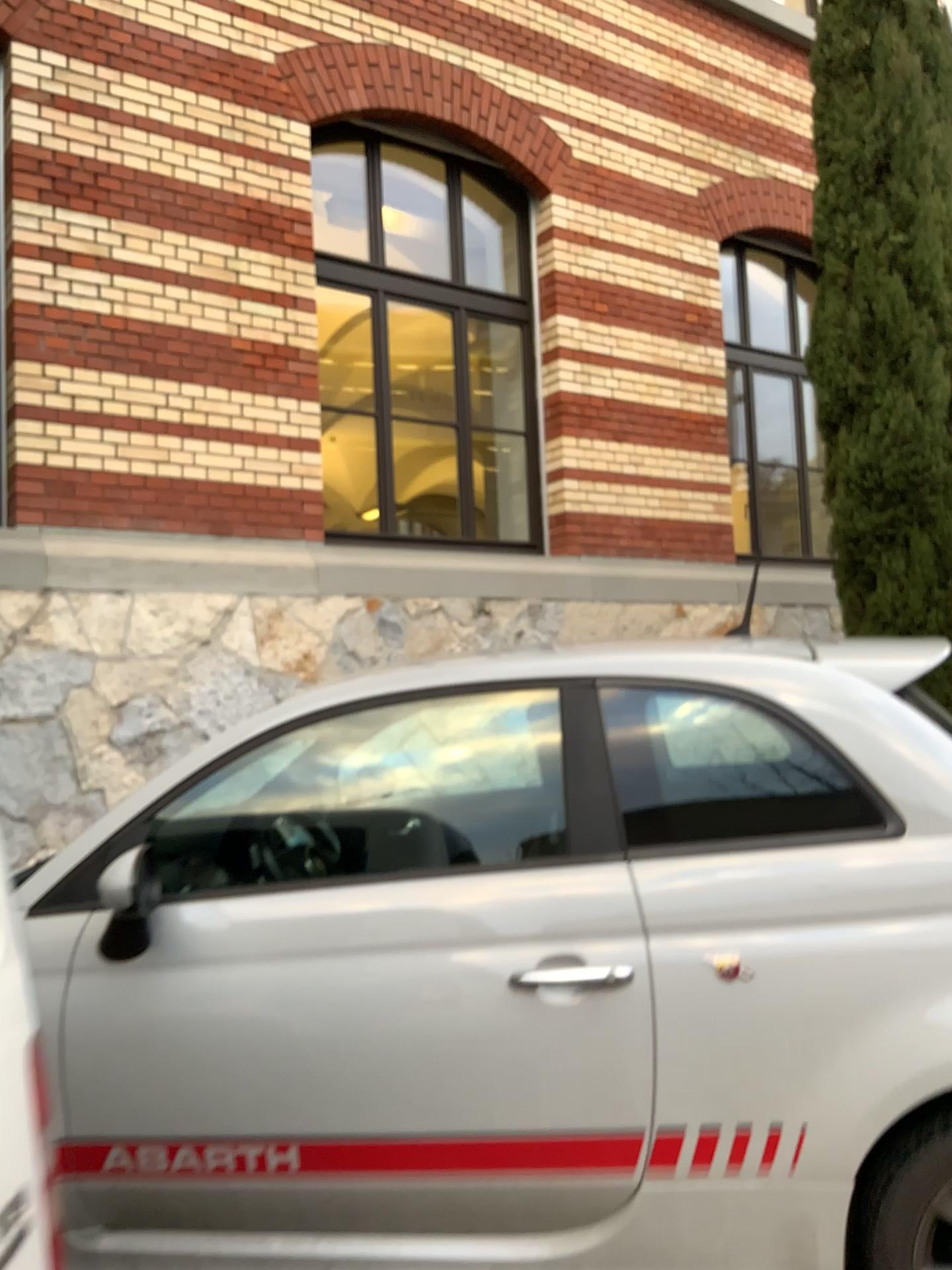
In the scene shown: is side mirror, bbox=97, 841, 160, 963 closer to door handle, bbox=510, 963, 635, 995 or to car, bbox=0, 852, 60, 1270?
door handle, bbox=510, 963, 635, 995

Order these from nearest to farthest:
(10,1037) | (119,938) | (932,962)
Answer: (10,1037) → (932,962) → (119,938)

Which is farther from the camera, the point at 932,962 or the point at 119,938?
the point at 119,938

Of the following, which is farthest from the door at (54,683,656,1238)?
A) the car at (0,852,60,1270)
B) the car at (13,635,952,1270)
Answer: the car at (0,852,60,1270)

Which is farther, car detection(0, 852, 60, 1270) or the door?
the door

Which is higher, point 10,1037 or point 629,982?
point 10,1037

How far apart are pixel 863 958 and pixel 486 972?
0.7 meters

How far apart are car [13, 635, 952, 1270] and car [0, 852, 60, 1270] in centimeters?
111cm

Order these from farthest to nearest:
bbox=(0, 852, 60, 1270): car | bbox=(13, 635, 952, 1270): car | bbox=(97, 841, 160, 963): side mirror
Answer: bbox=(97, 841, 160, 963): side mirror, bbox=(13, 635, 952, 1270): car, bbox=(0, 852, 60, 1270): car

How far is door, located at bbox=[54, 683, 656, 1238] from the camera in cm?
204
